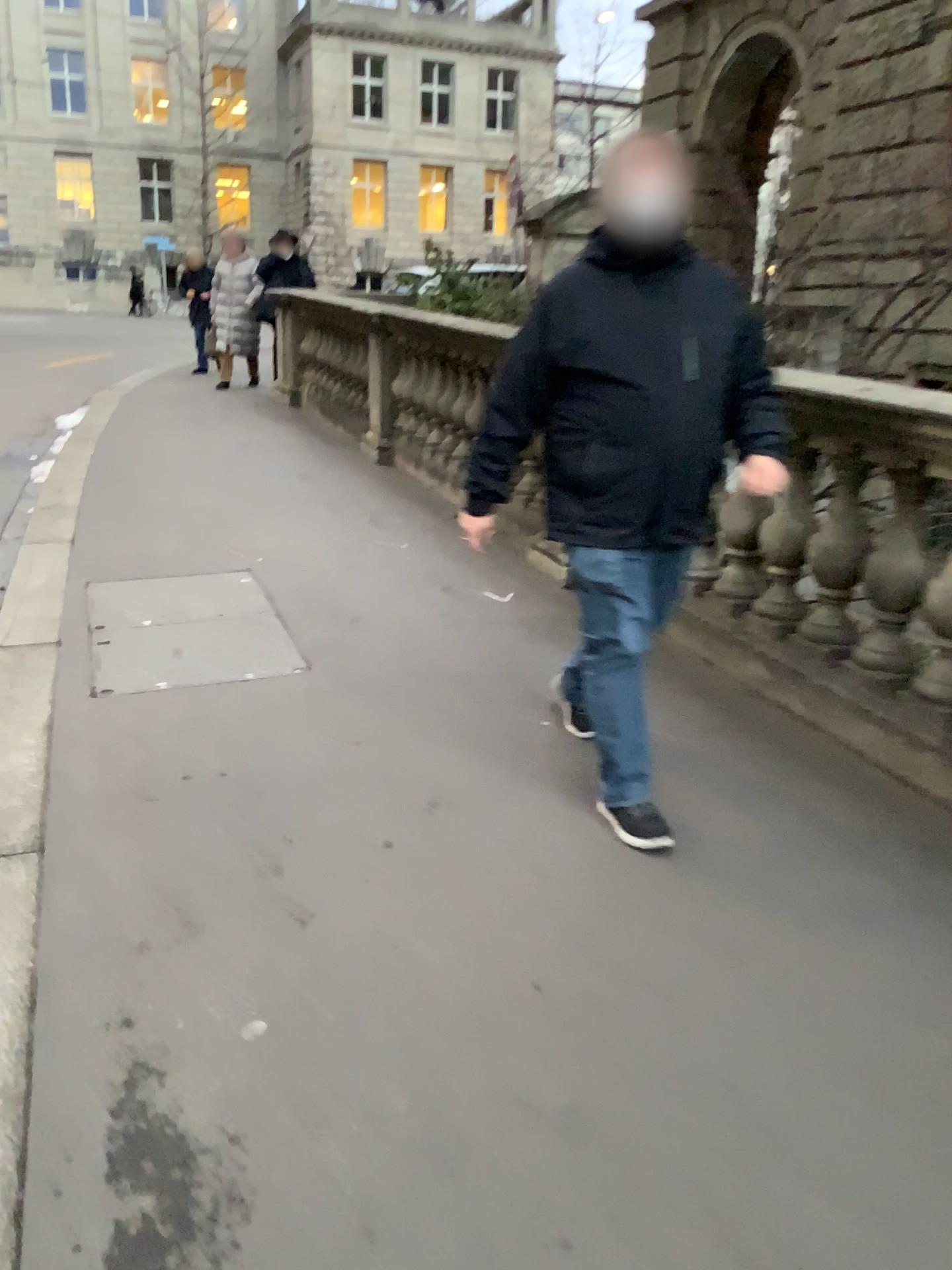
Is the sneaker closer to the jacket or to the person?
the person

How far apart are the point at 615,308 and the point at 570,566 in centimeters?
64cm

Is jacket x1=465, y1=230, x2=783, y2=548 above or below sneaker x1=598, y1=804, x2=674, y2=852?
above

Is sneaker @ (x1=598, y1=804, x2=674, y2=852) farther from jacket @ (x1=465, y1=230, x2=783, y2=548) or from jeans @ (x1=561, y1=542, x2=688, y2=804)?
jacket @ (x1=465, y1=230, x2=783, y2=548)

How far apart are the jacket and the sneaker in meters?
0.7 m

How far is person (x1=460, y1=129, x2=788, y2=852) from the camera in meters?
2.6 m

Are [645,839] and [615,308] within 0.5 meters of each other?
no

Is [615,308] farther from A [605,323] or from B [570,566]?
B [570,566]

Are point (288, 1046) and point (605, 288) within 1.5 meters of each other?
no

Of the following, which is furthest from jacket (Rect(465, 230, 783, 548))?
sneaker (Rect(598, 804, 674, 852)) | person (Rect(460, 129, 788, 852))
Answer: sneaker (Rect(598, 804, 674, 852))
